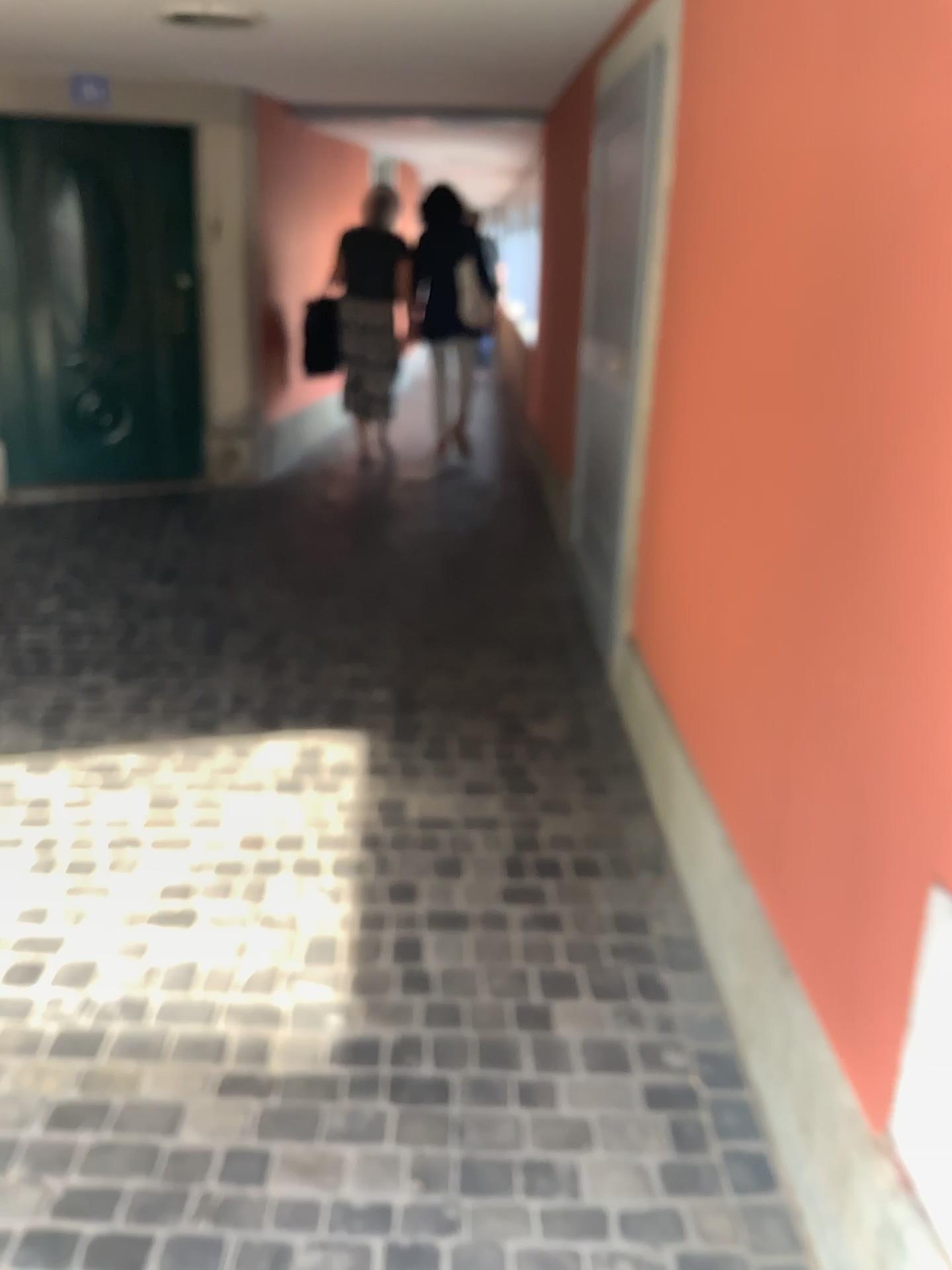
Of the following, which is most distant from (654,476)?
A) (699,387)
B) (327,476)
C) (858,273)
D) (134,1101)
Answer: (327,476)
